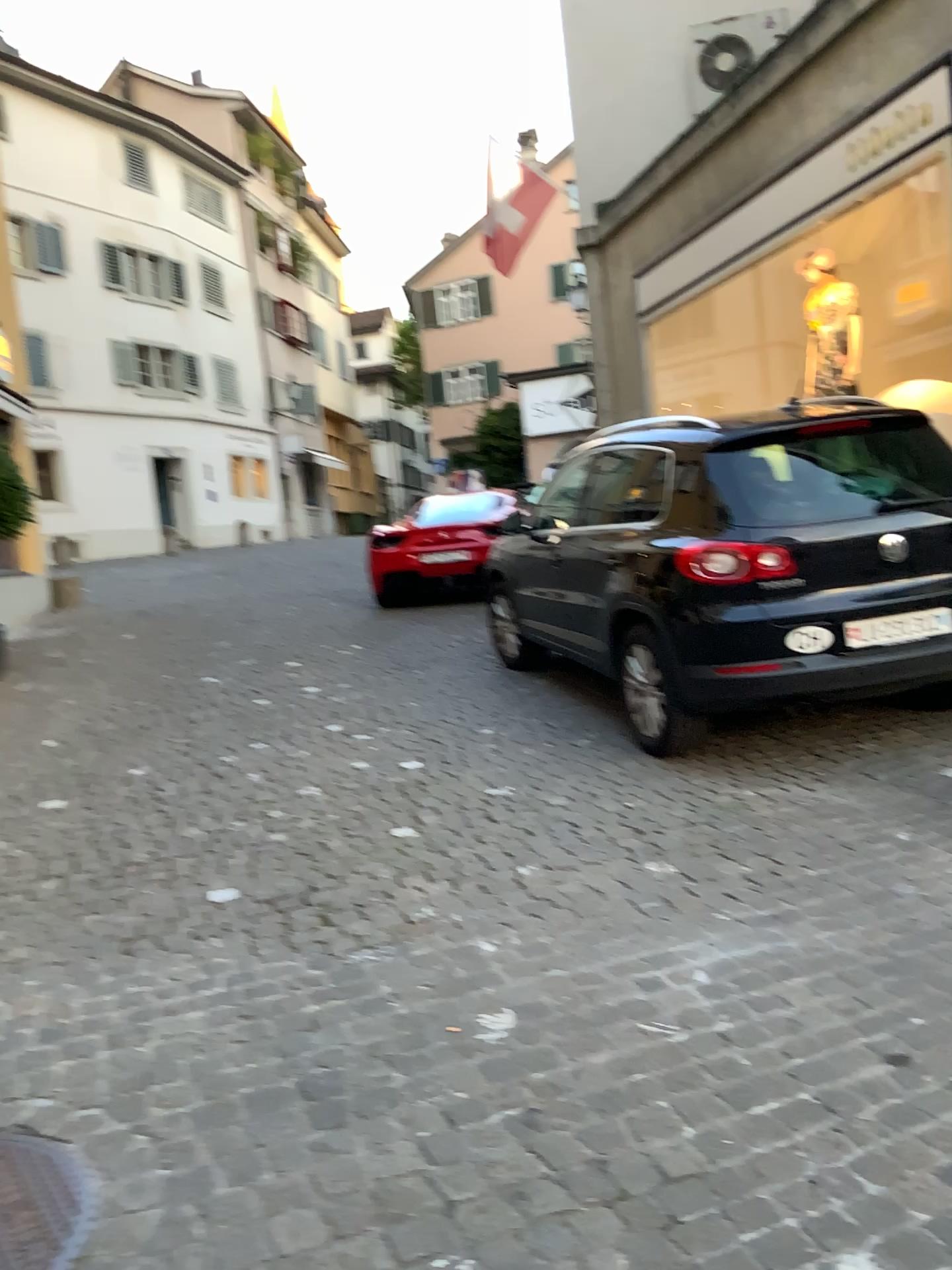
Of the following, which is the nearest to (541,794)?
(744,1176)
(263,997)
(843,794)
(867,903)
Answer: (843,794)
